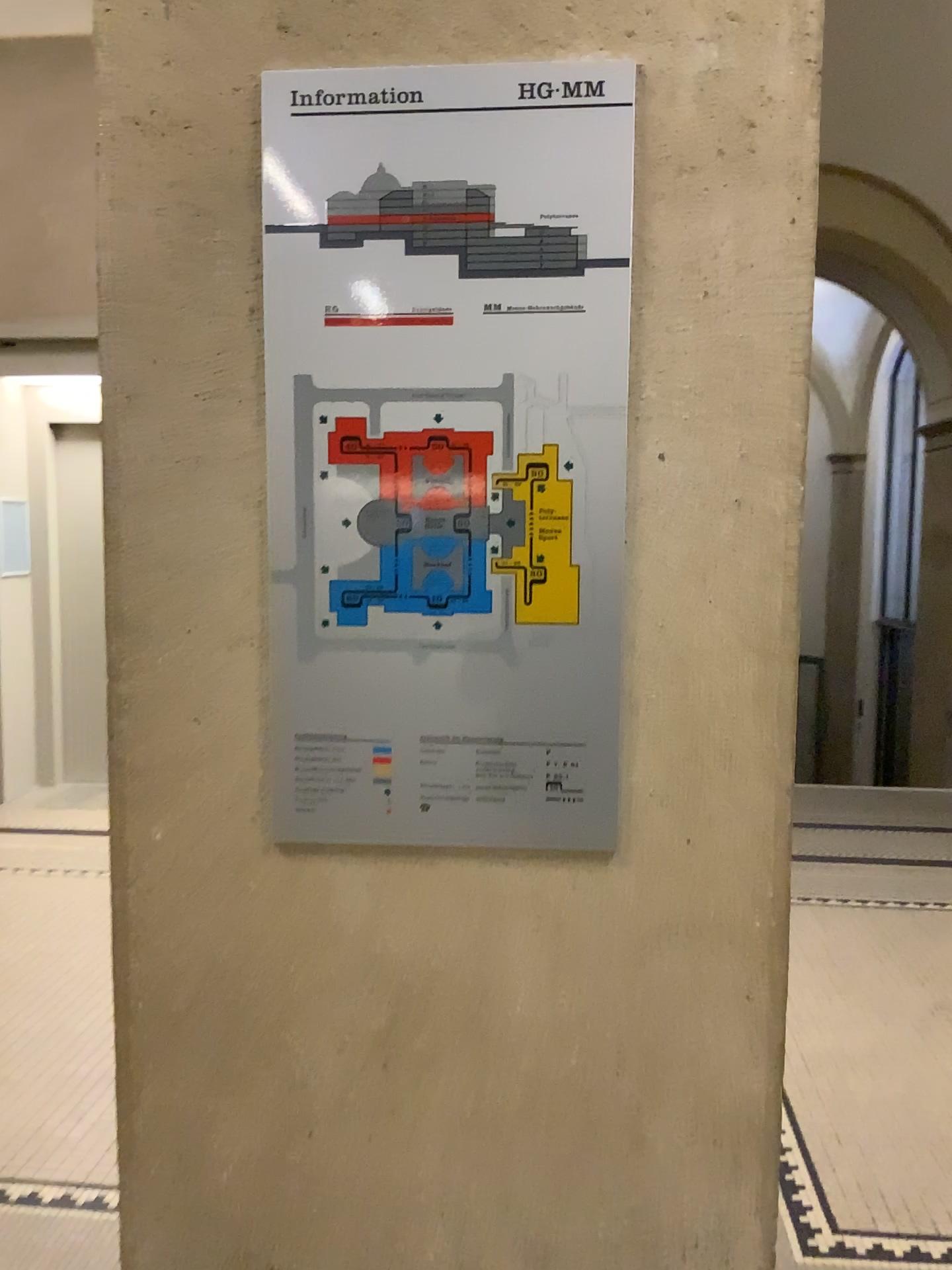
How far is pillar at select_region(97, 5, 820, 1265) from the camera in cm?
119

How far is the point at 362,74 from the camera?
1.2 meters

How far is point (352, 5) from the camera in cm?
119

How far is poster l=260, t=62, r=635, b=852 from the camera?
1.2m

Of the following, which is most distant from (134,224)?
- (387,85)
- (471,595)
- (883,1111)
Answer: (883,1111)

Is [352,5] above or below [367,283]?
above
